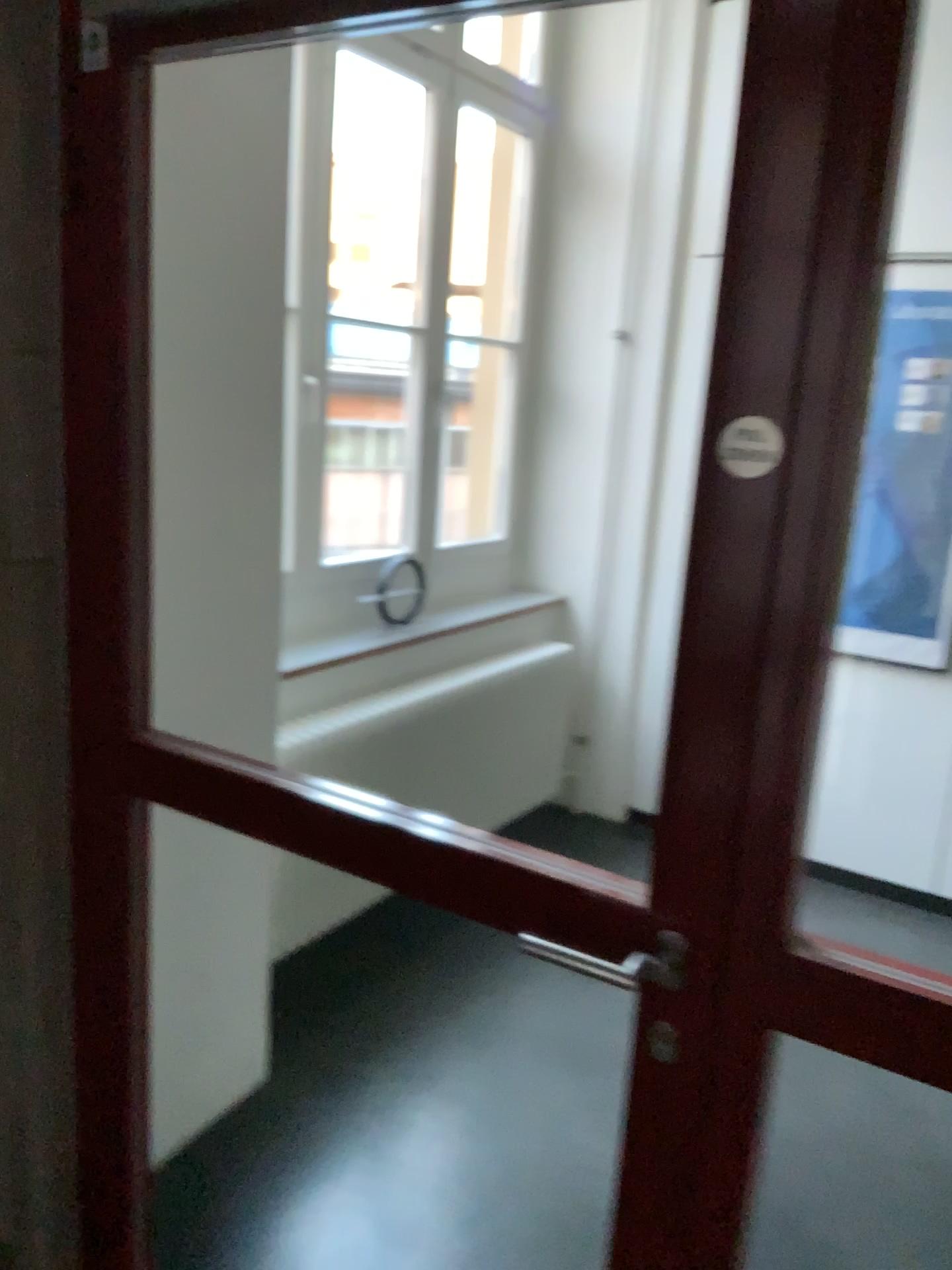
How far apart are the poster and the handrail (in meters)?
2.60

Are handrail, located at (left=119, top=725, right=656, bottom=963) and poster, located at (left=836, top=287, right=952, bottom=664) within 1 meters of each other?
no

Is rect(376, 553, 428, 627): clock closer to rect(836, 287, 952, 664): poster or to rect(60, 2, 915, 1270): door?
rect(836, 287, 952, 664): poster

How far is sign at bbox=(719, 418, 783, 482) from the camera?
1.04m

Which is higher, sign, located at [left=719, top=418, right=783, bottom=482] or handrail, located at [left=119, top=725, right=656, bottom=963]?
sign, located at [left=719, top=418, right=783, bottom=482]

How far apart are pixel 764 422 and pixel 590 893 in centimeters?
56cm

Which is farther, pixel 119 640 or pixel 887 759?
pixel 887 759

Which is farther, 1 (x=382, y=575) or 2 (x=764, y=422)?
1 (x=382, y=575)

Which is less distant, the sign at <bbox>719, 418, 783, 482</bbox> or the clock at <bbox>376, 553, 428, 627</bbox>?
the sign at <bbox>719, 418, 783, 482</bbox>

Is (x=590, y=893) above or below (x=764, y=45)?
below
